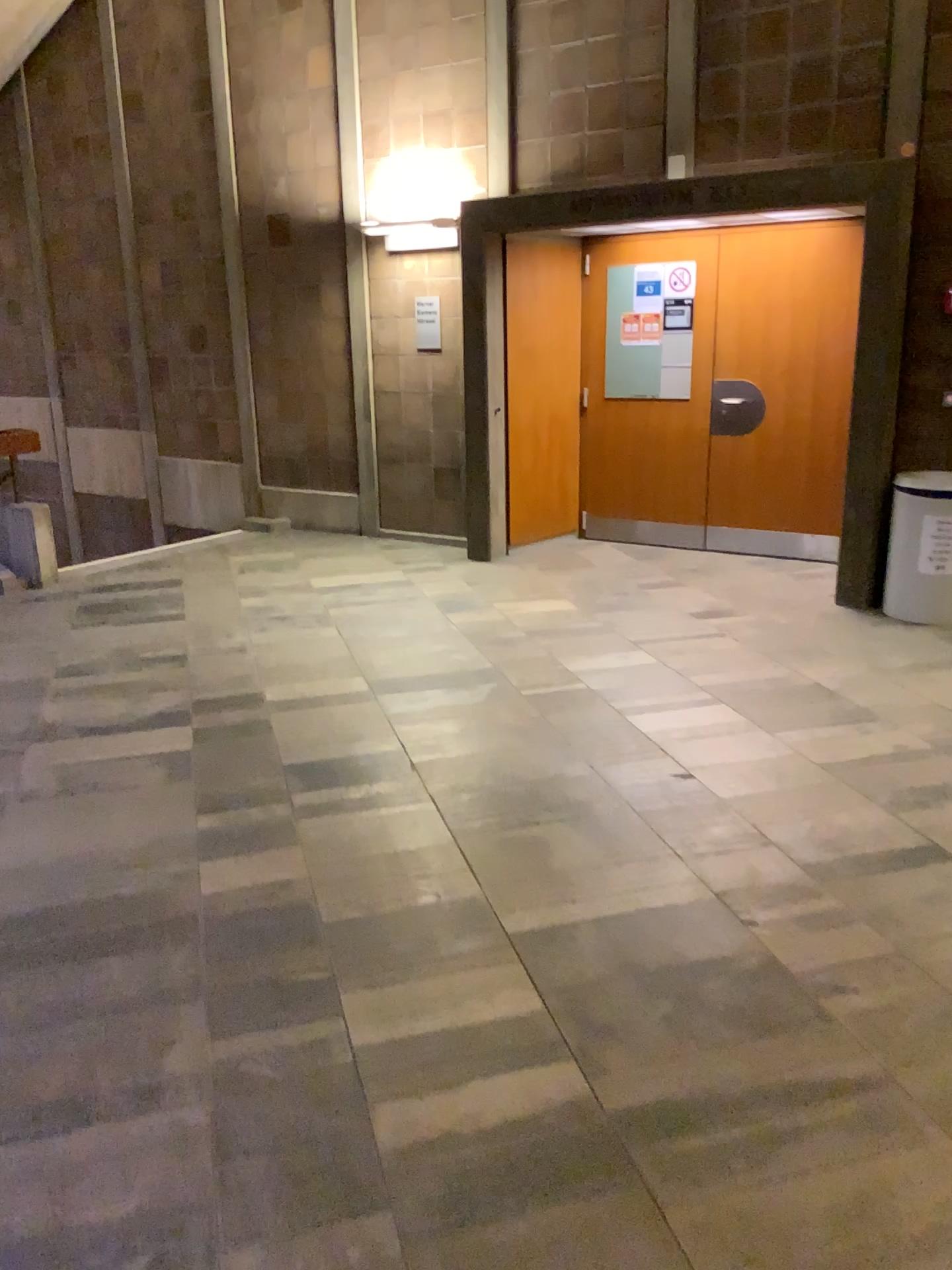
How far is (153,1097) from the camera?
2.1m
